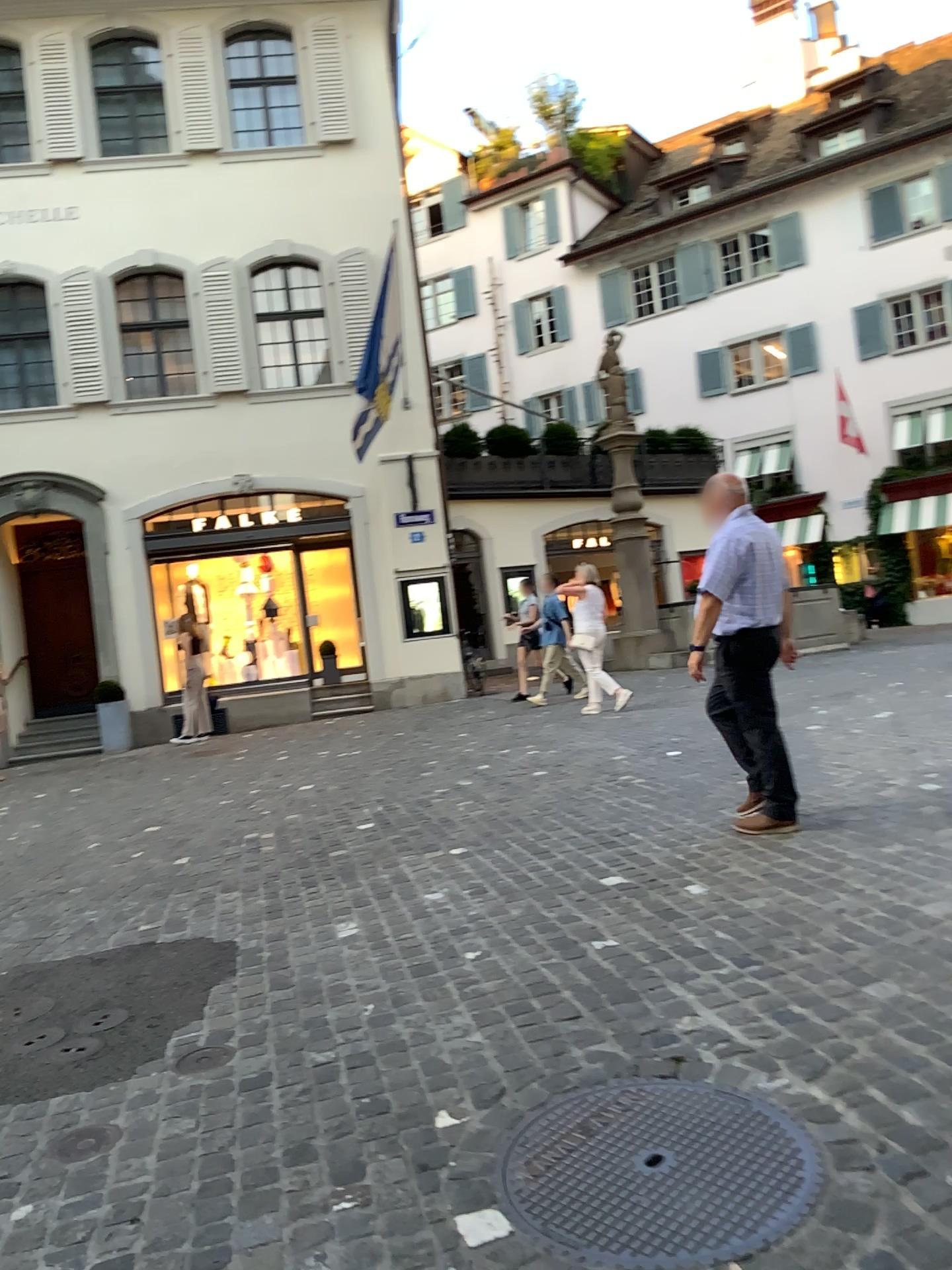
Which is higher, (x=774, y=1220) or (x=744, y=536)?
(x=744, y=536)

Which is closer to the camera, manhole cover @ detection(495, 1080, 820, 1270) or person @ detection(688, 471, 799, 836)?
manhole cover @ detection(495, 1080, 820, 1270)

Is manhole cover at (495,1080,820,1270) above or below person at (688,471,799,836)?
below

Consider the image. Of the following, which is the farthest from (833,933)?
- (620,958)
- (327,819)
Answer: (327,819)

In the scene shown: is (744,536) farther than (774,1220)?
Yes
